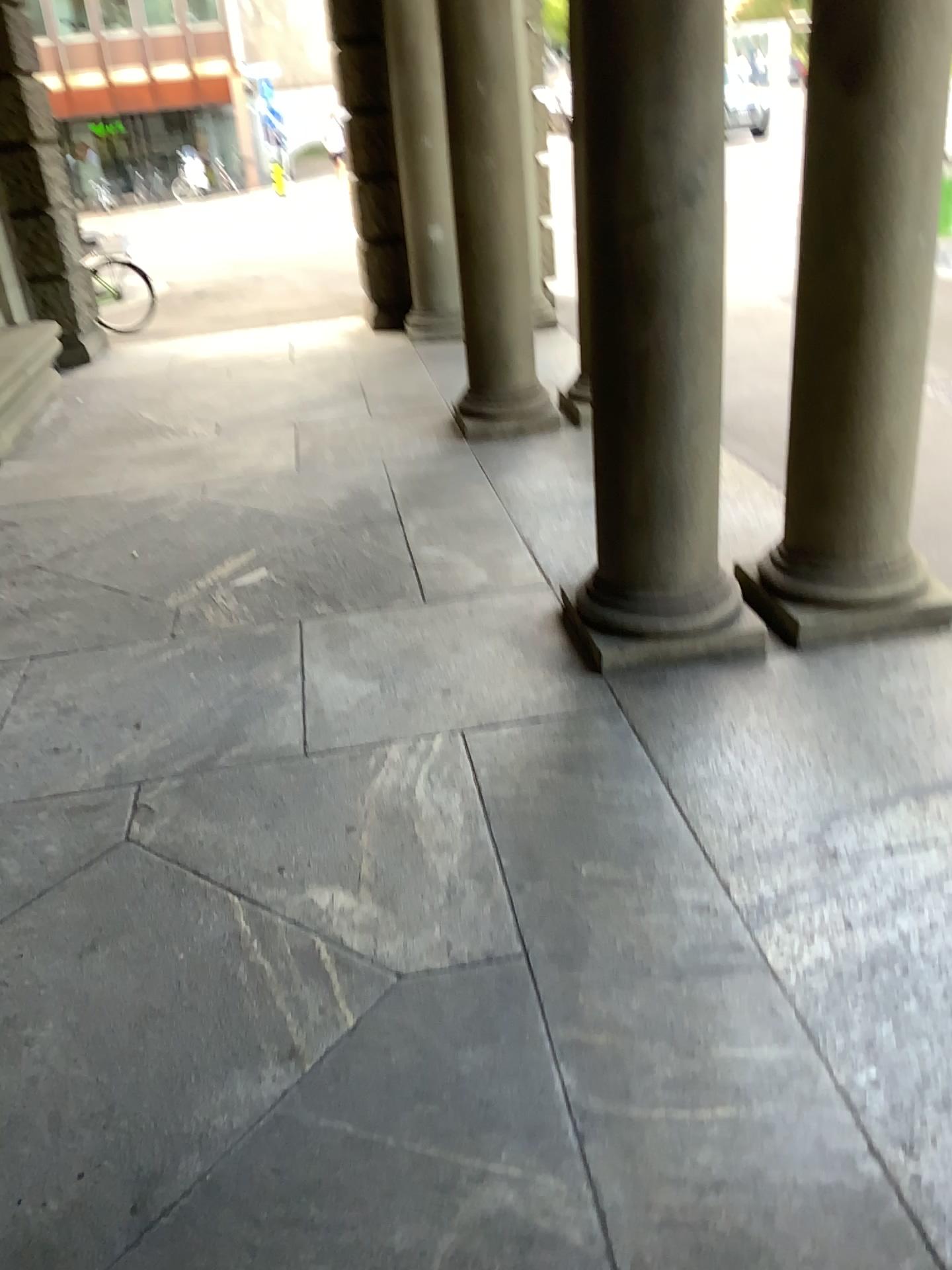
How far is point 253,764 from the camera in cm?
310
